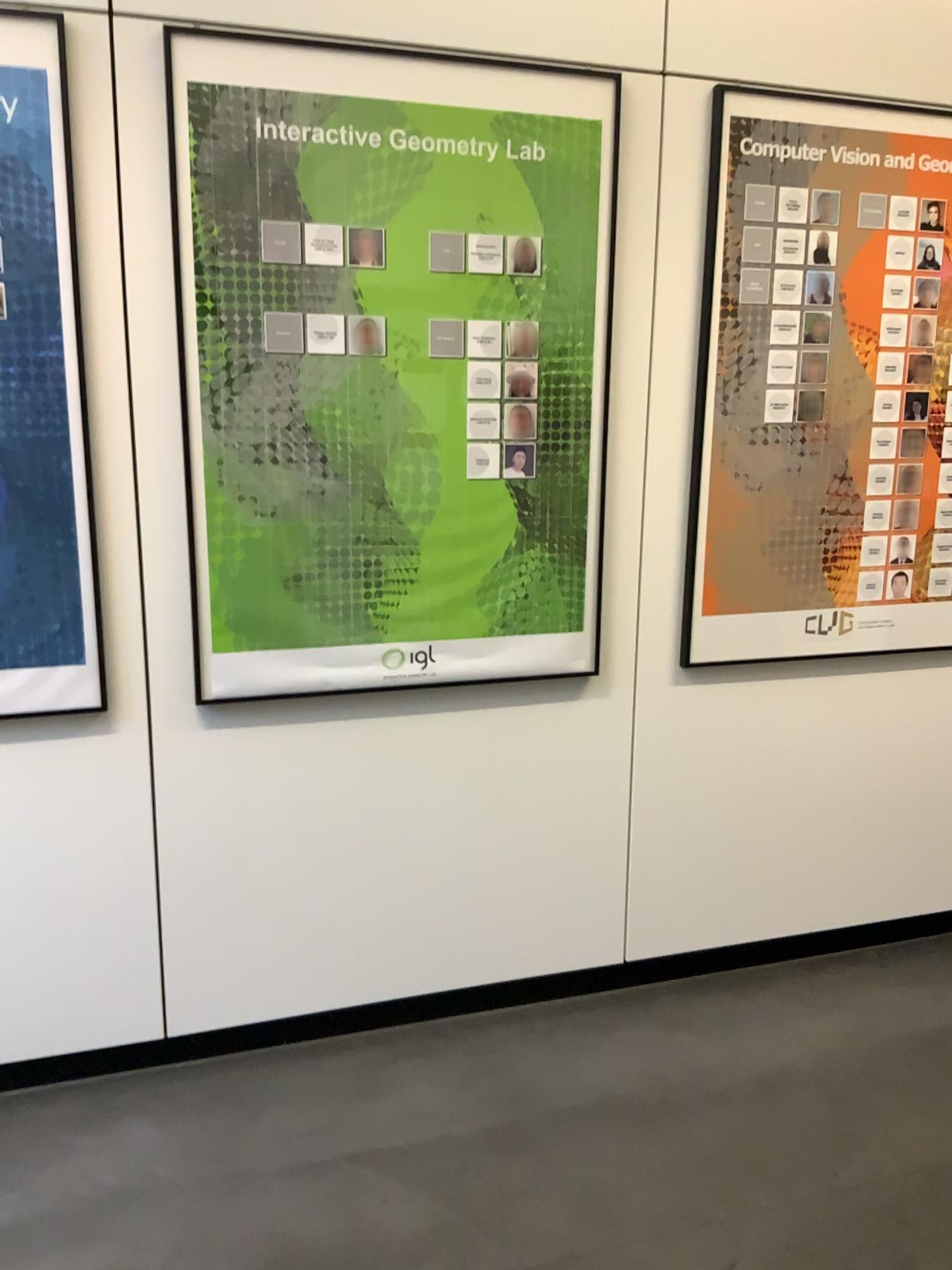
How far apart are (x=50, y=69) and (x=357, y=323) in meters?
0.7 m

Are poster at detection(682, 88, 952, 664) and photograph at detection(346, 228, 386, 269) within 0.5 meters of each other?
no

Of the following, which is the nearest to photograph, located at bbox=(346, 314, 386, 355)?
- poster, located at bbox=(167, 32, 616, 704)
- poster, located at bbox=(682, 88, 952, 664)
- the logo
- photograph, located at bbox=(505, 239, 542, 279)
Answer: poster, located at bbox=(167, 32, 616, 704)

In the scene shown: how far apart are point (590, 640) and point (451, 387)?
0.7 meters

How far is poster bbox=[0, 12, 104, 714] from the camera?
1.9m

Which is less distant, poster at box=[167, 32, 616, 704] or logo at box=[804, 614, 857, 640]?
poster at box=[167, 32, 616, 704]

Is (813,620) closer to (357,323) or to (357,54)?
(357,323)

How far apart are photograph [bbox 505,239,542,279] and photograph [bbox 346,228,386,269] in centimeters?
29cm

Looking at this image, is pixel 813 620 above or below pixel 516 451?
below

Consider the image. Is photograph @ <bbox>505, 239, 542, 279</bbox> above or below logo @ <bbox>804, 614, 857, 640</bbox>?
above
